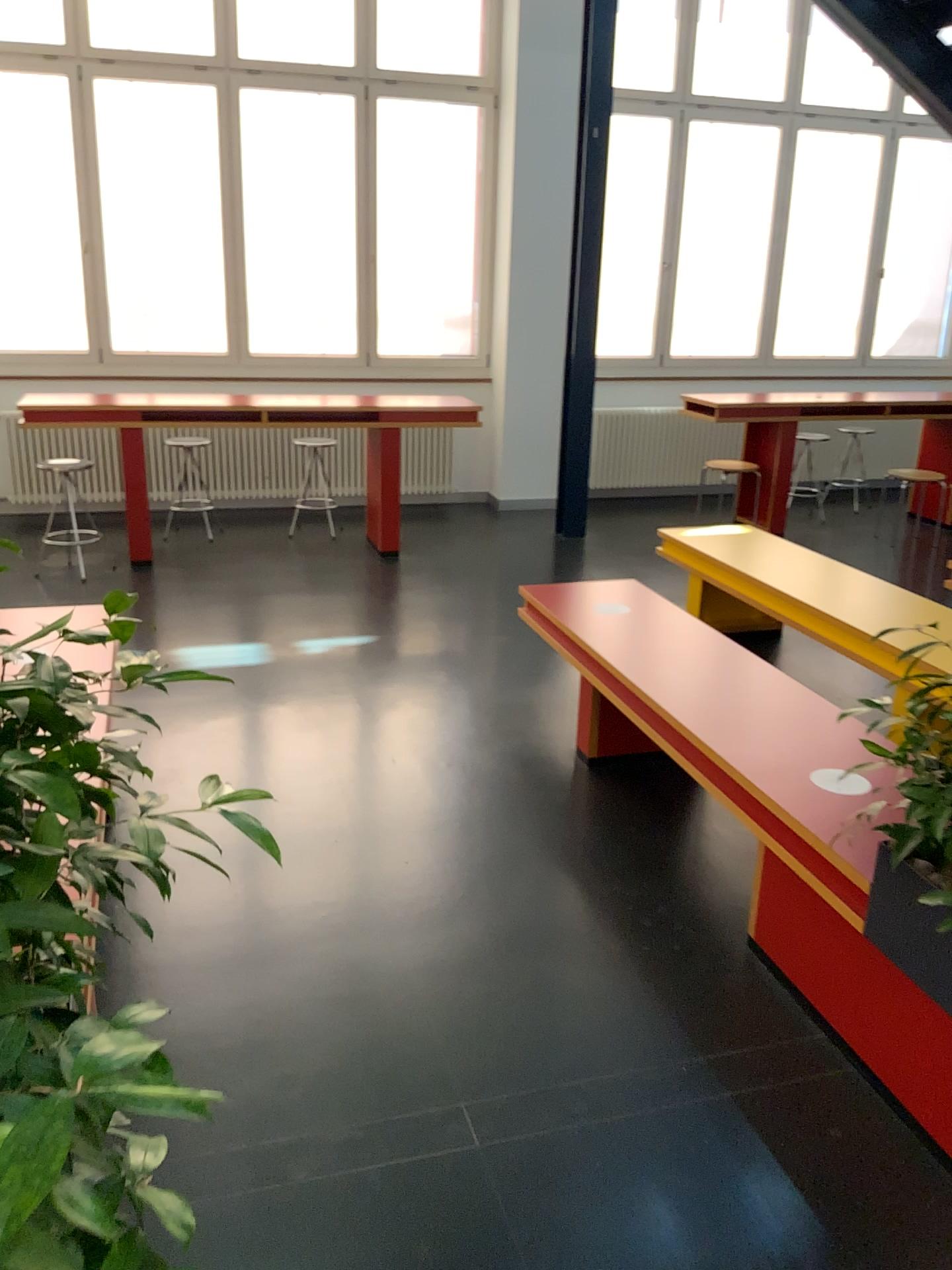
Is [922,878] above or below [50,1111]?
below

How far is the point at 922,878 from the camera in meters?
2.0 m

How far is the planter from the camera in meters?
2.0

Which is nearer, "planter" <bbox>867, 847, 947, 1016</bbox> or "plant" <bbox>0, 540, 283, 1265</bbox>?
"plant" <bbox>0, 540, 283, 1265</bbox>

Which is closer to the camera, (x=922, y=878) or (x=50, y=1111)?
(x=50, y=1111)

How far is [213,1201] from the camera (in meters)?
1.88
